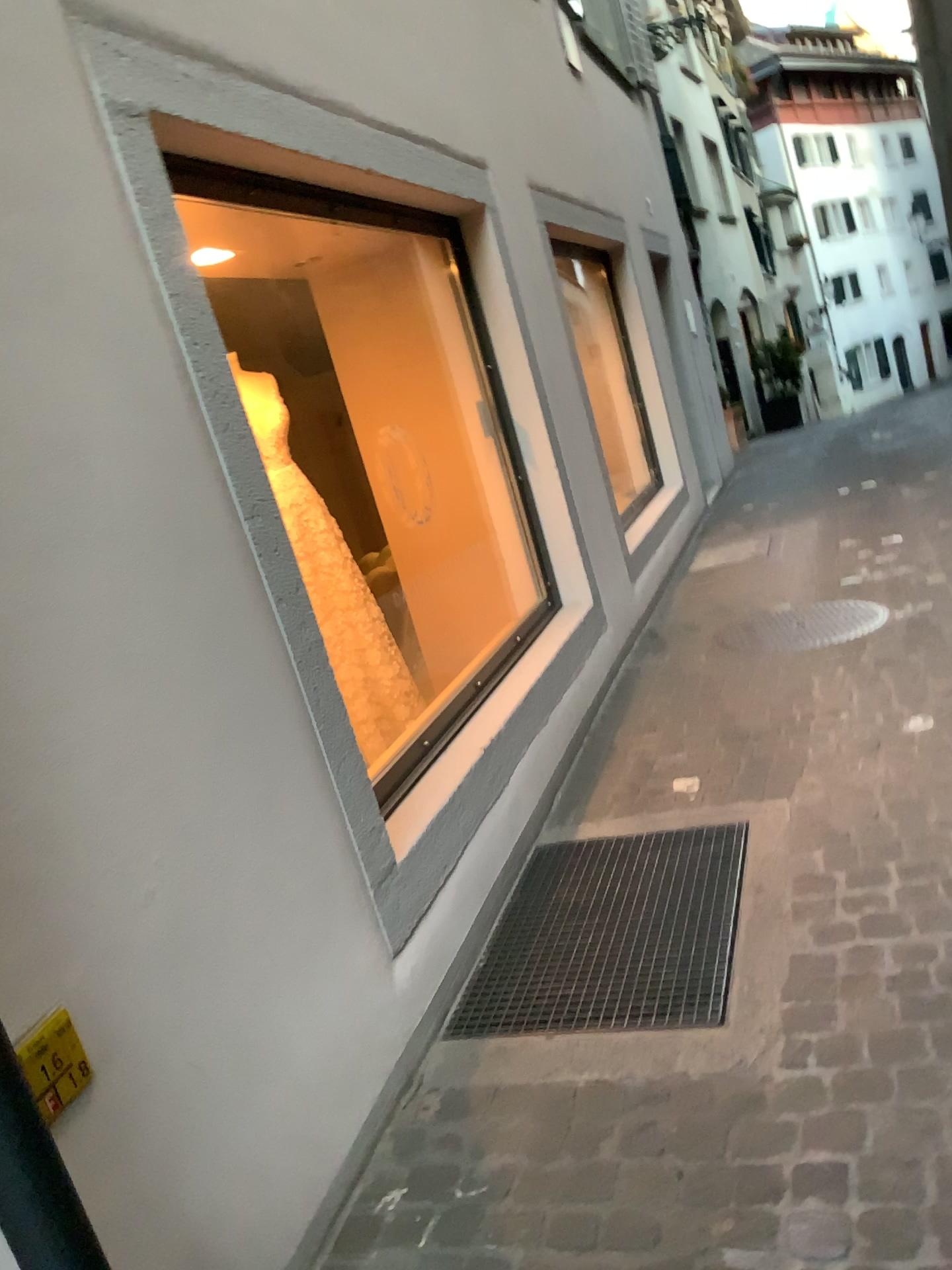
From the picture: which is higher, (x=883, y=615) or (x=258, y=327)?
(x=258, y=327)

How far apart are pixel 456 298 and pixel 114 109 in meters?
2.5

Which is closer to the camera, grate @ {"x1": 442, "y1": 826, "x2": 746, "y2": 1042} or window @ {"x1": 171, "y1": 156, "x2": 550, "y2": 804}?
grate @ {"x1": 442, "y1": 826, "x2": 746, "y2": 1042}

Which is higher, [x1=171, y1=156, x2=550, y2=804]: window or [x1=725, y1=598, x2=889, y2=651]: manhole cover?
[x1=171, y1=156, x2=550, y2=804]: window

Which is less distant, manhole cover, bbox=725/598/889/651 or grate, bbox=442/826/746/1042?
grate, bbox=442/826/746/1042

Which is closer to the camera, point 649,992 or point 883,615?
point 649,992

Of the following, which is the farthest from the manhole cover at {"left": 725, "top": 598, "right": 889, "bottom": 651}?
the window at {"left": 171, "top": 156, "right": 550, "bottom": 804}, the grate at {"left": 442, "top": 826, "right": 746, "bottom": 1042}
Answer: the grate at {"left": 442, "top": 826, "right": 746, "bottom": 1042}

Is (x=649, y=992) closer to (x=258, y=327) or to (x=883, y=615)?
(x=883, y=615)

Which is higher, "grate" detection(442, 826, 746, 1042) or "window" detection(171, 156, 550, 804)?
"window" detection(171, 156, 550, 804)

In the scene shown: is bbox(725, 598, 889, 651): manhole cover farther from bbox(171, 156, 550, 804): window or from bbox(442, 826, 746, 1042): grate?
bbox(442, 826, 746, 1042): grate
